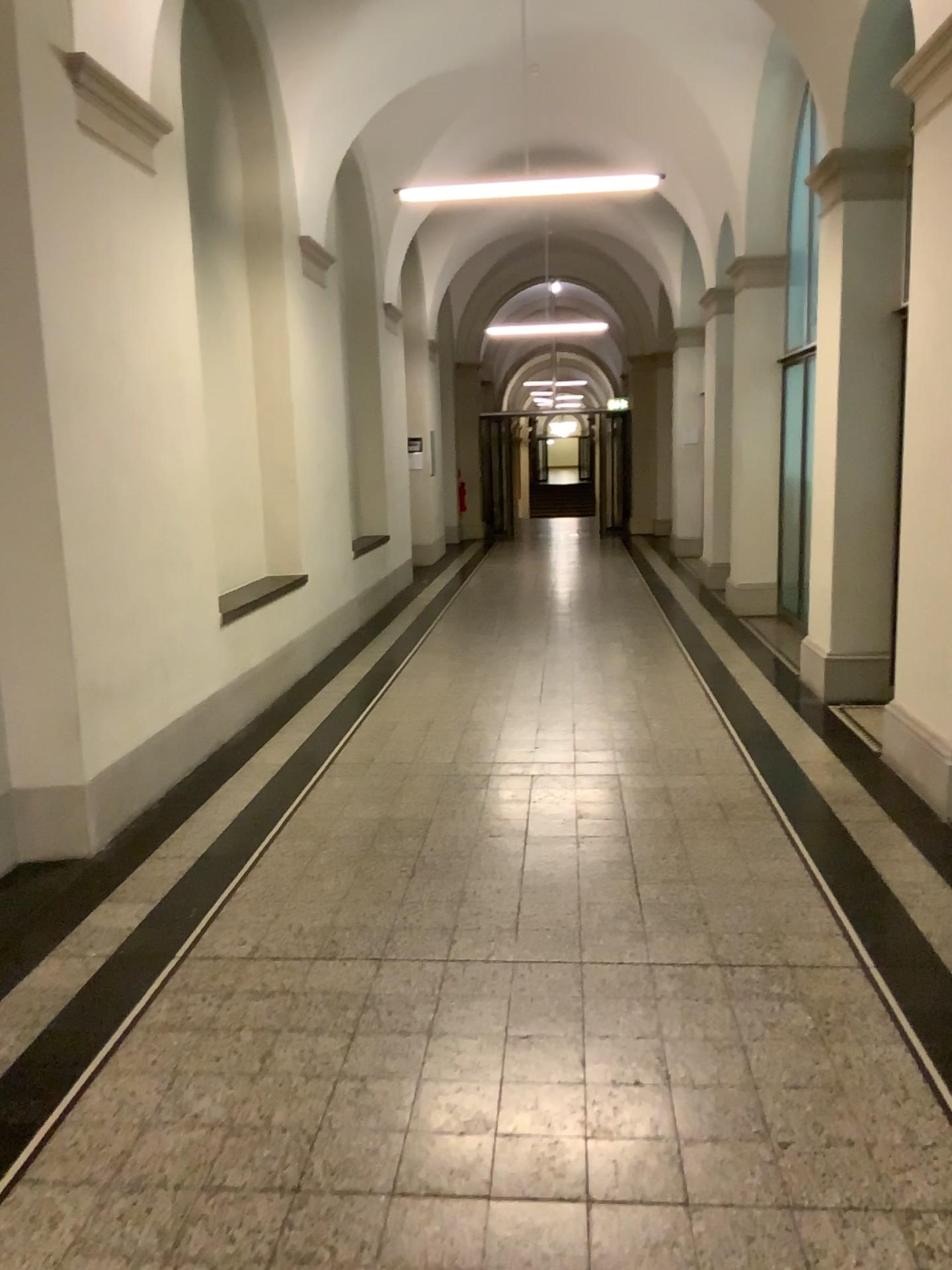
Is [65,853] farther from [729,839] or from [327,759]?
[729,839]
